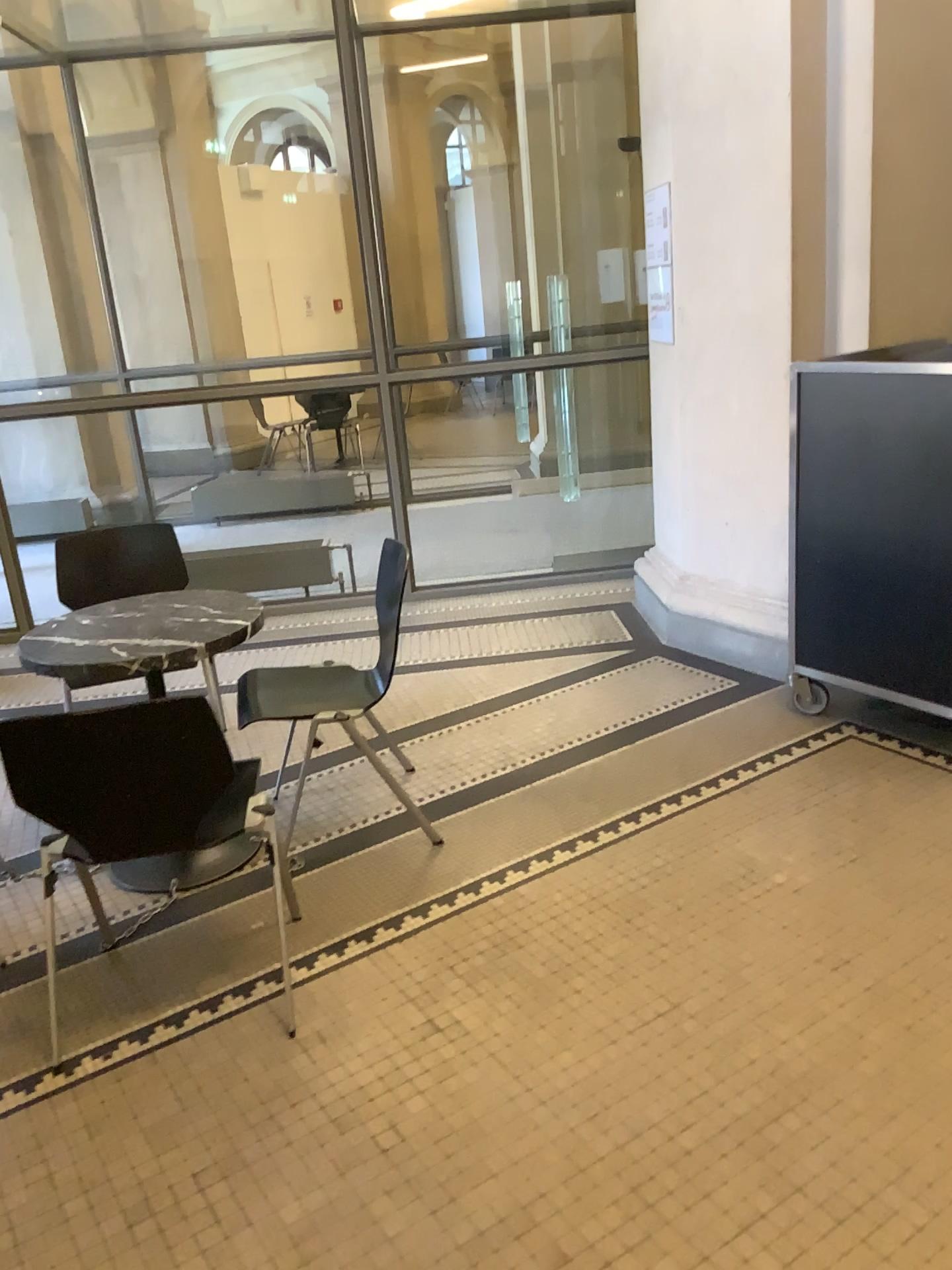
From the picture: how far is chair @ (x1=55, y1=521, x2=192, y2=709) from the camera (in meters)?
3.69

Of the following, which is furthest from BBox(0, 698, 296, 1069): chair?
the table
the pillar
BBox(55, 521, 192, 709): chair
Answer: the pillar

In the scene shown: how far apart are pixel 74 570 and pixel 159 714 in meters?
1.9 m

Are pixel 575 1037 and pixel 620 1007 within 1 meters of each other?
yes

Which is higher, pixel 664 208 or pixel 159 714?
pixel 664 208

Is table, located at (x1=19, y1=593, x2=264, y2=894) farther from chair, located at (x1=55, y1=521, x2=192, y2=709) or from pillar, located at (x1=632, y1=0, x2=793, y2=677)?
pillar, located at (x1=632, y1=0, x2=793, y2=677)

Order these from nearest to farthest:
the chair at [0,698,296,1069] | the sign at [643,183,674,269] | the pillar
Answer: the chair at [0,698,296,1069], the pillar, the sign at [643,183,674,269]

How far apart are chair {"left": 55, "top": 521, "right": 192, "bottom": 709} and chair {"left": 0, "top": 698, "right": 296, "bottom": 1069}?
1.6m

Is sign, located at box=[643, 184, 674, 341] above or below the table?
above

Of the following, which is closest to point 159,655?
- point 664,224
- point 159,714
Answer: point 159,714
